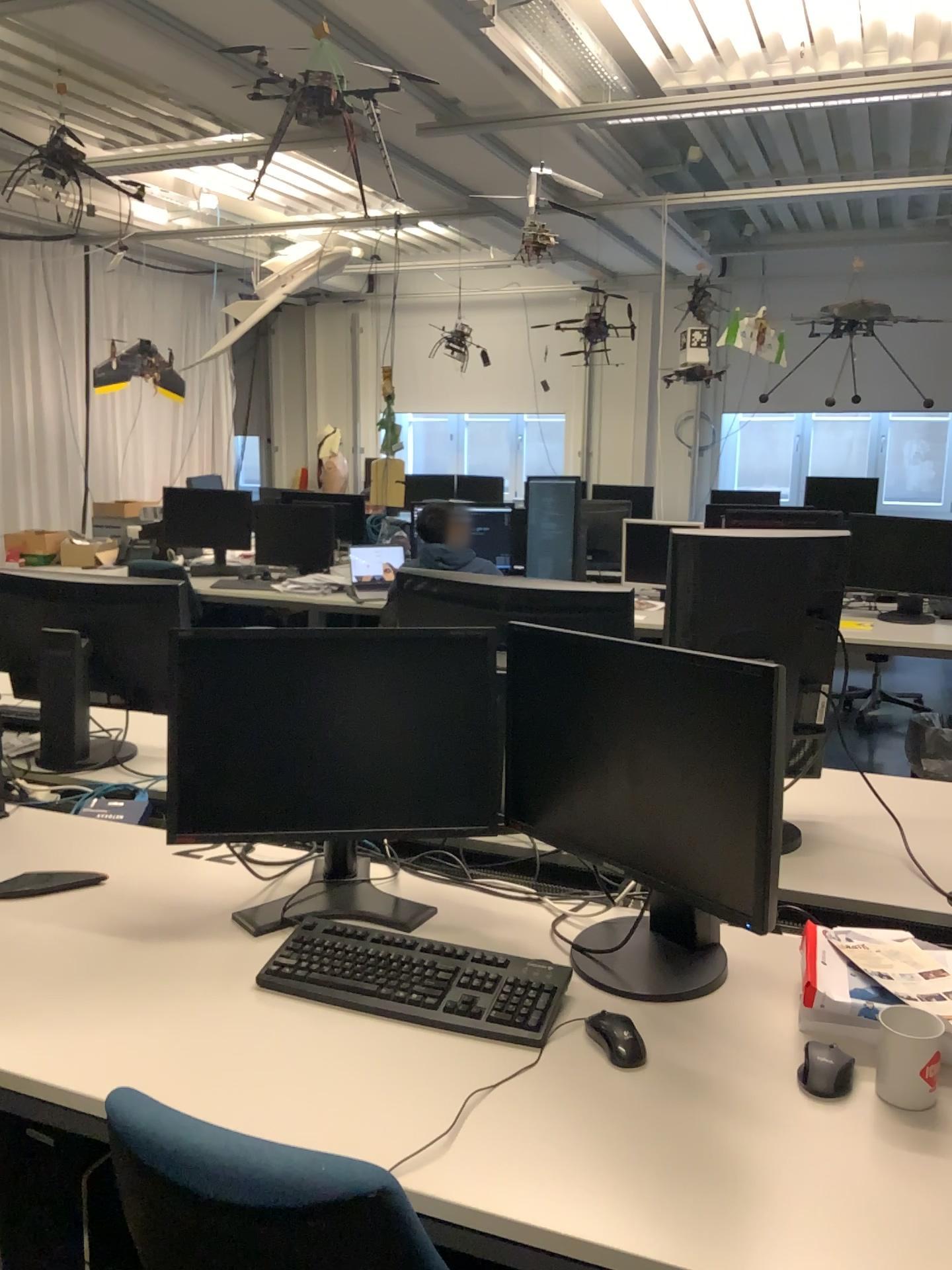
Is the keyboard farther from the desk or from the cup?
the cup

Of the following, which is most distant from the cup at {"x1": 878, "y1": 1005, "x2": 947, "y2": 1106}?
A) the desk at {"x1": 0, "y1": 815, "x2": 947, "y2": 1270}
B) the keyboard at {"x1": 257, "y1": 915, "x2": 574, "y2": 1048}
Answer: the keyboard at {"x1": 257, "y1": 915, "x2": 574, "y2": 1048}

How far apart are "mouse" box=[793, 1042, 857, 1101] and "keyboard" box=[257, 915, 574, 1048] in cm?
35

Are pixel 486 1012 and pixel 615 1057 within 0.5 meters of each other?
yes

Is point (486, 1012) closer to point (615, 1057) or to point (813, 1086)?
point (615, 1057)

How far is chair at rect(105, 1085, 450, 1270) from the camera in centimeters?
102cm

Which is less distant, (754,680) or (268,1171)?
(268,1171)

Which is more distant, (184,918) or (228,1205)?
(184,918)

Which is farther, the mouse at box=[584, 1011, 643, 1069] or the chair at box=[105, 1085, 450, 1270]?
the mouse at box=[584, 1011, 643, 1069]

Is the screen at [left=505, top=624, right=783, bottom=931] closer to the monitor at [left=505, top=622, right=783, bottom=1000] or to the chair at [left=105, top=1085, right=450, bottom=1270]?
the monitor at [left=505, top=622, right=783, bottom=1000]
